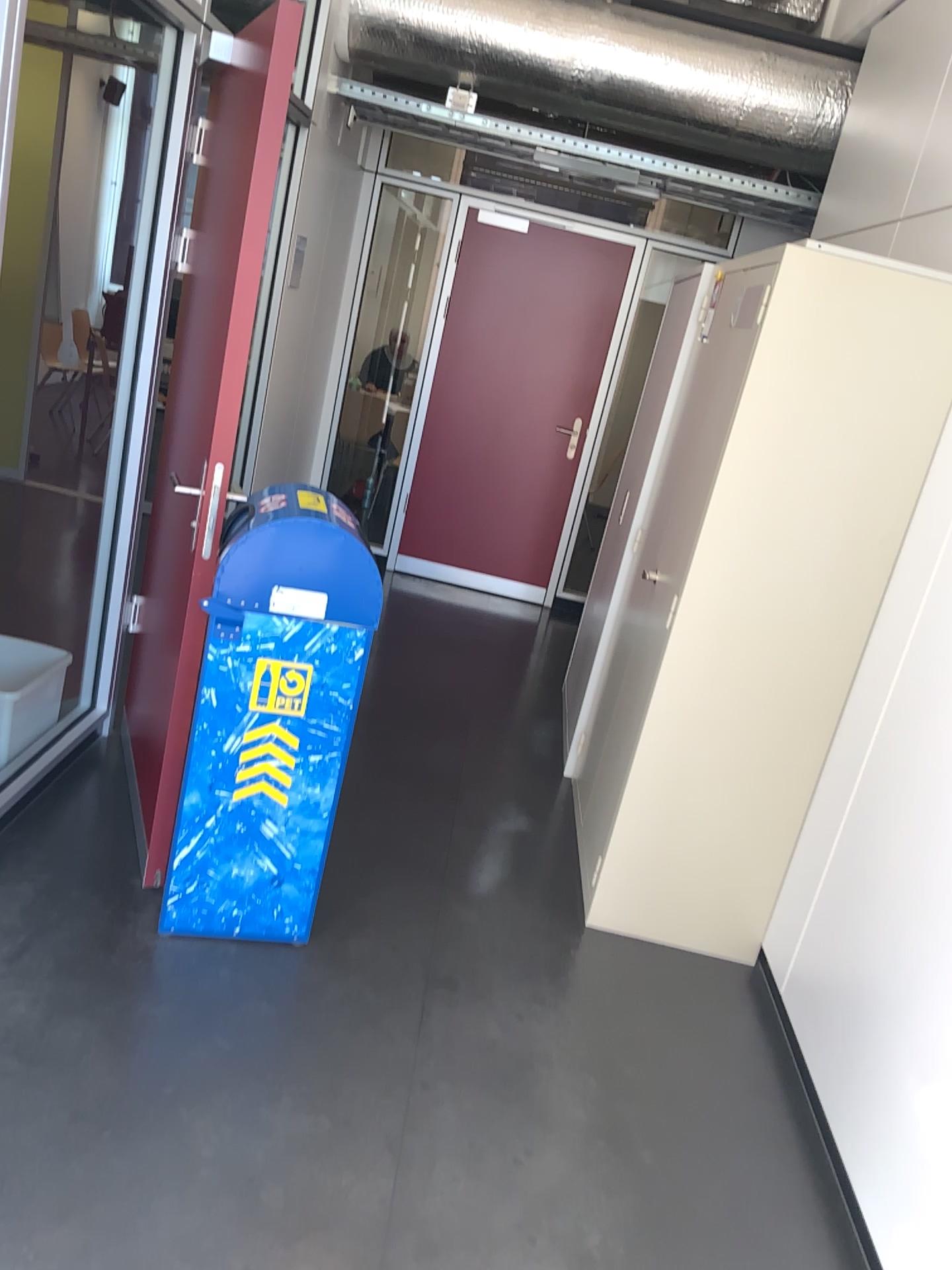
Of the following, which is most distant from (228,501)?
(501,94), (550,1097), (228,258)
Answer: (501,94)

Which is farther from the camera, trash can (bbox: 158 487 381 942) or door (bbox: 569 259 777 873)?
door (bbox: 569 259 777 873)

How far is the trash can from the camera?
2.4m

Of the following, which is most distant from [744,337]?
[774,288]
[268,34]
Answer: [268,34]

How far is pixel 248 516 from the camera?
2.4m

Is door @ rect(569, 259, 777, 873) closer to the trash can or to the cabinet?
the cabinet

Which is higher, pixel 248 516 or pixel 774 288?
pixel 774 288

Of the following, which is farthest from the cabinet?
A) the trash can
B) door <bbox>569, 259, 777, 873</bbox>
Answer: the trash can

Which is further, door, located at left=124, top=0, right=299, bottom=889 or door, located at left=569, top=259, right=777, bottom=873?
door, located at left=569, top=259, right=777, bottom=873
